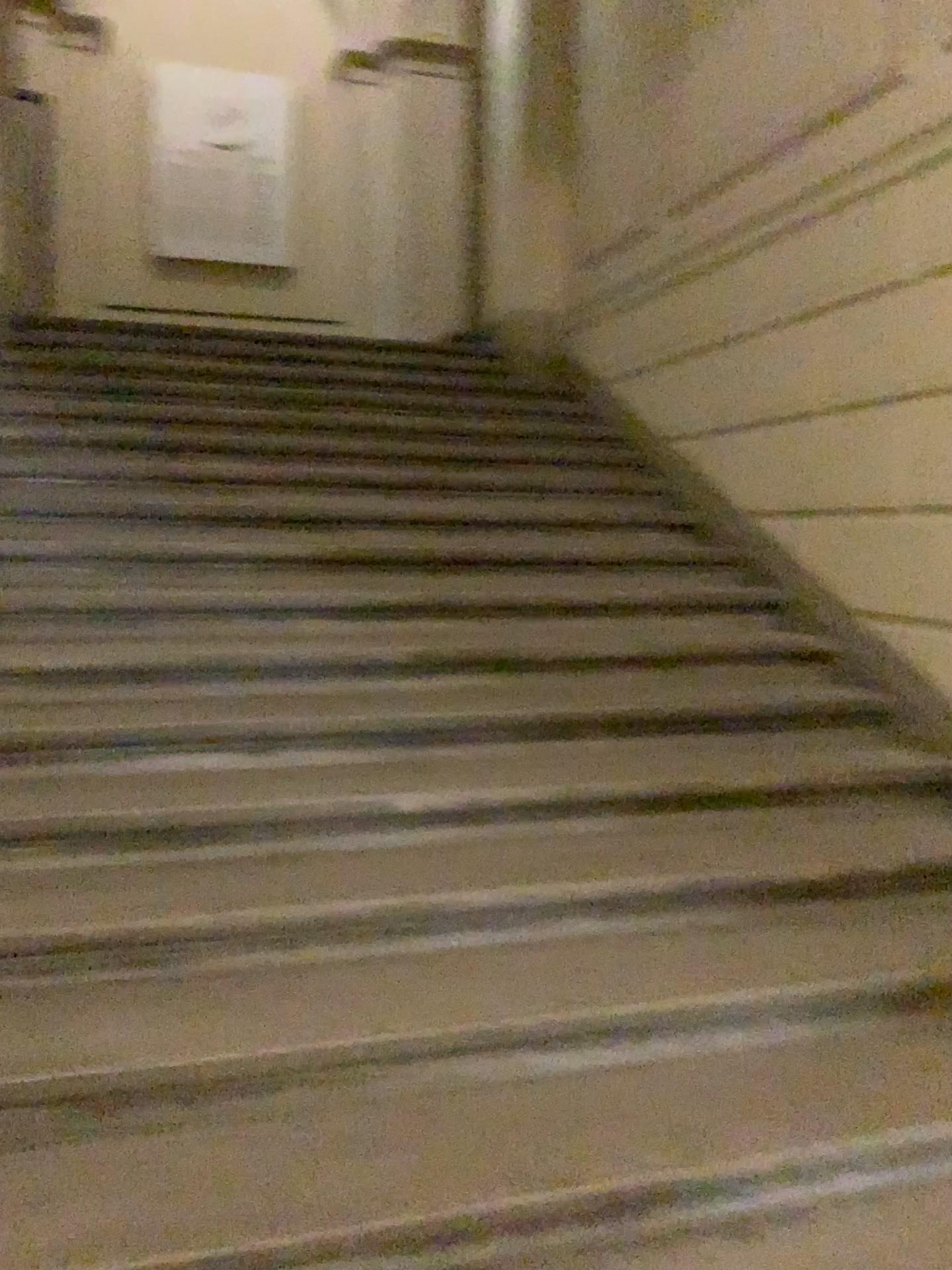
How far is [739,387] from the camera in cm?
427
